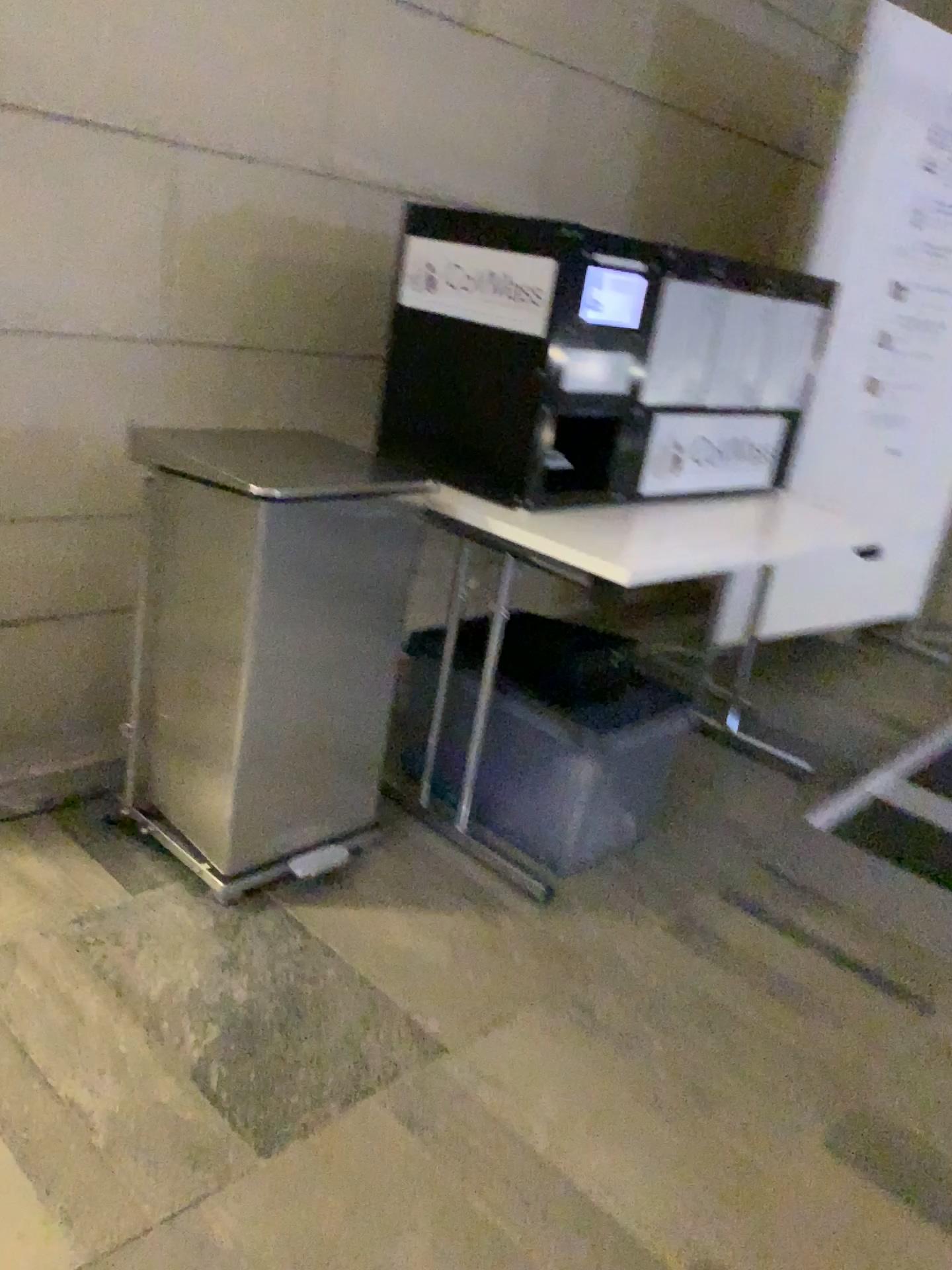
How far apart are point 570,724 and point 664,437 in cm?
62

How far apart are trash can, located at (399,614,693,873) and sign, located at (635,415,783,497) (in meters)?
0.37

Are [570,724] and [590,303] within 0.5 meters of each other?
no

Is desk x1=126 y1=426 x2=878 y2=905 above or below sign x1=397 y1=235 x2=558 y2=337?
below

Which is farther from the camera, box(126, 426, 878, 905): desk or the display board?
the display board

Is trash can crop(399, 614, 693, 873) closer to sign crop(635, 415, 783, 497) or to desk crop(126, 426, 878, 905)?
desk crop(126, 426, 878, 905)

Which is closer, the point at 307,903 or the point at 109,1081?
the point at 109,1081

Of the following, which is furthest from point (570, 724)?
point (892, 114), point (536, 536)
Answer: point (892, 114)

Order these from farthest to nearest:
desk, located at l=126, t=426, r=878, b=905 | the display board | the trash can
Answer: the display board, the trash can, desk, located at l=126, t=426, r=878, b=905

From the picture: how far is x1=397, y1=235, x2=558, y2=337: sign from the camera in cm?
196
